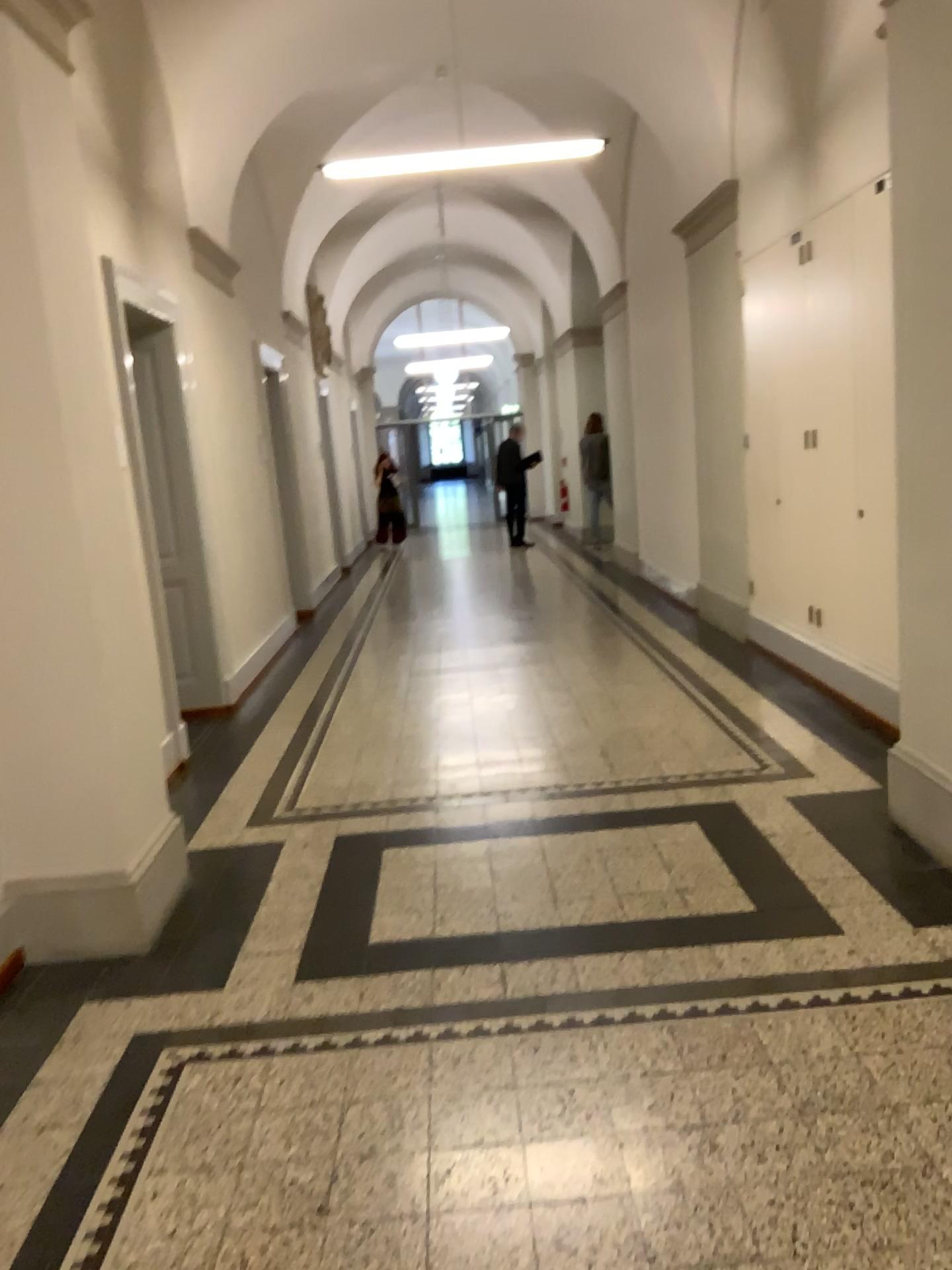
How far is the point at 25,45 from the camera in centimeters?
315cm

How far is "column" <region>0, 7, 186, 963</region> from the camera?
3.15m

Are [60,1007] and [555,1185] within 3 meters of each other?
yes
